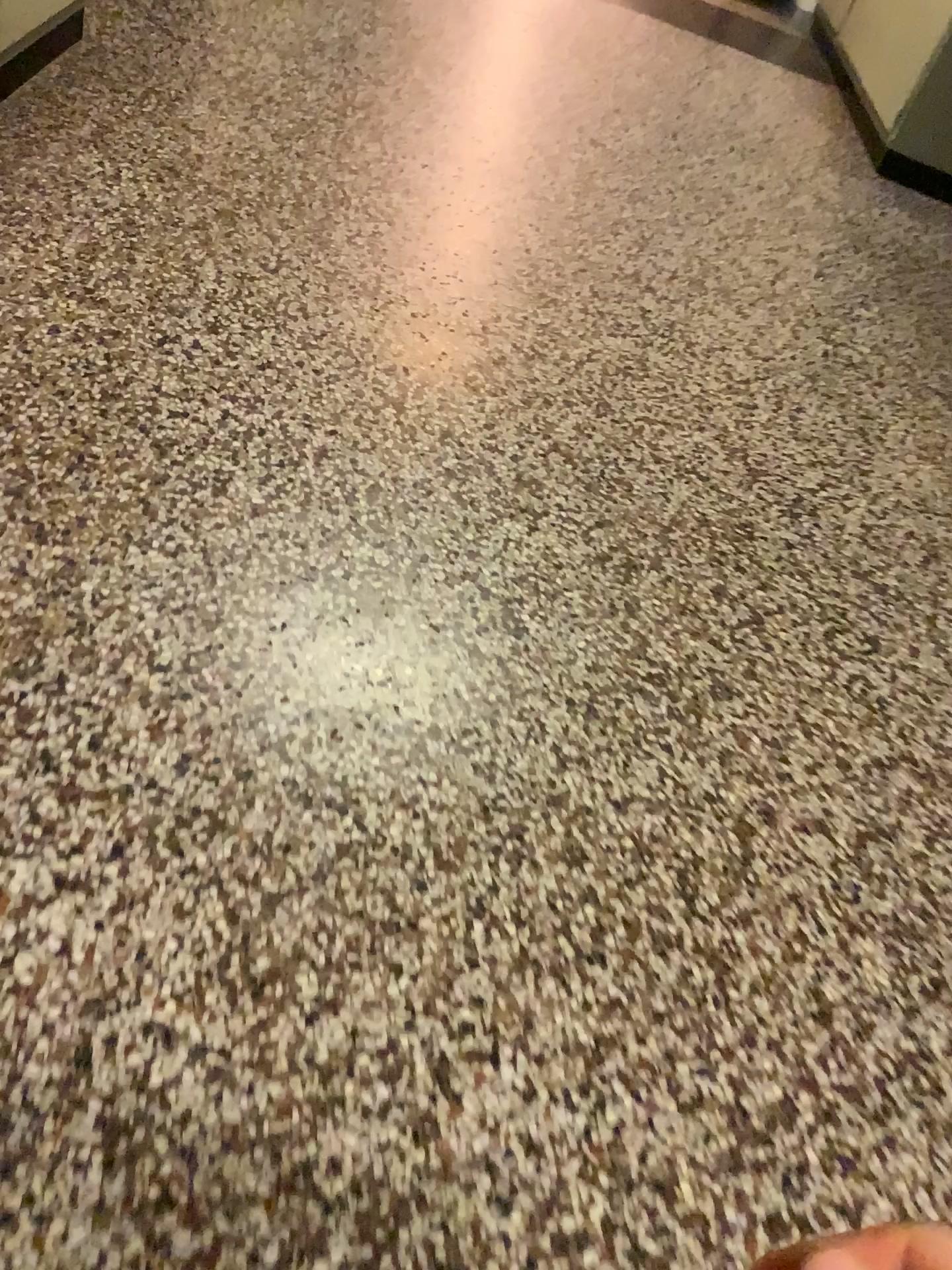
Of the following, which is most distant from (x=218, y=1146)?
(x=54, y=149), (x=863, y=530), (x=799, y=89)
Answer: (x=799, y=89)

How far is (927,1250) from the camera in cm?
120

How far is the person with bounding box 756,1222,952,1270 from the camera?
1.19m
